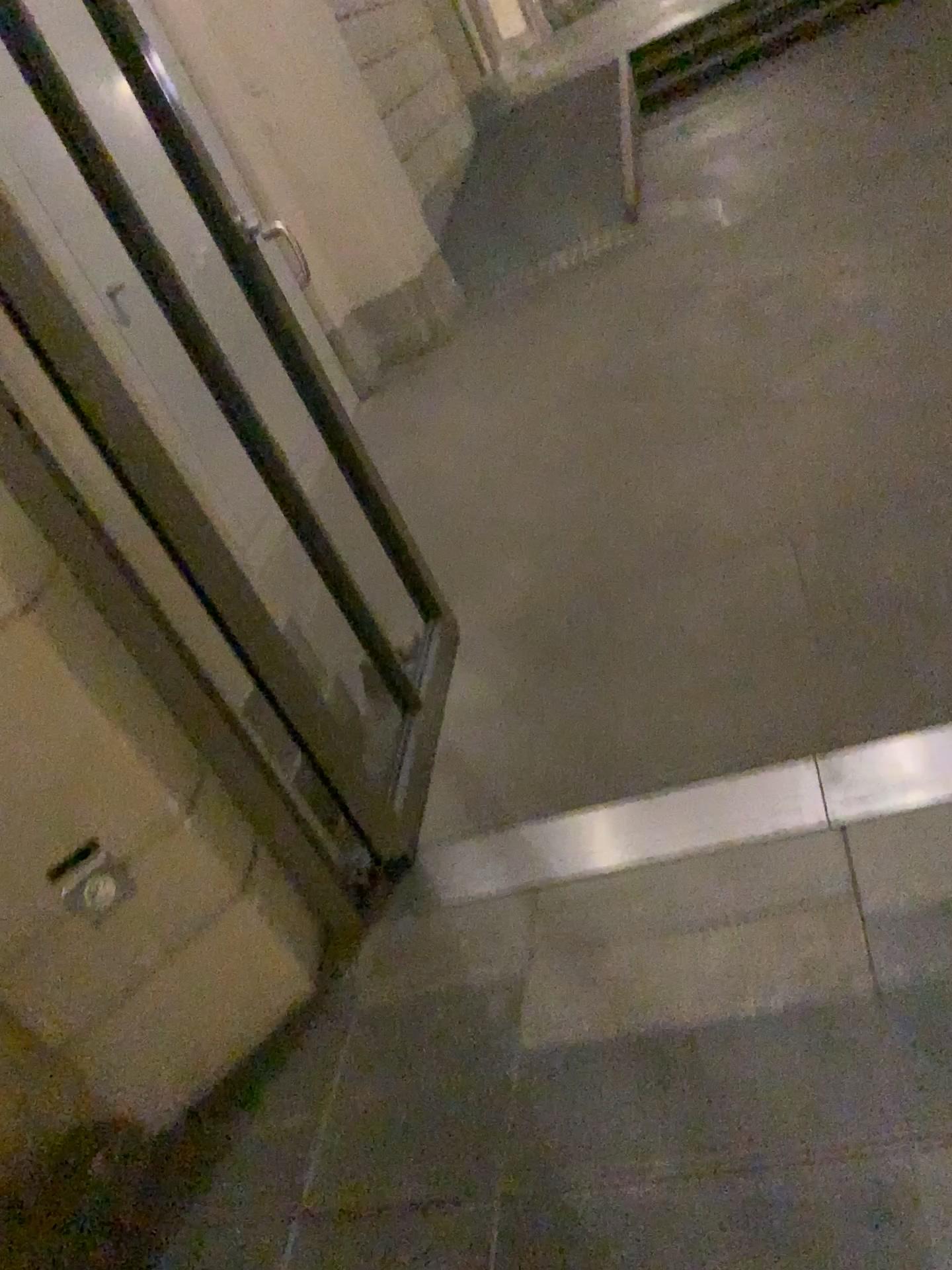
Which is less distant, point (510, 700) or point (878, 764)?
point (878, 764)
